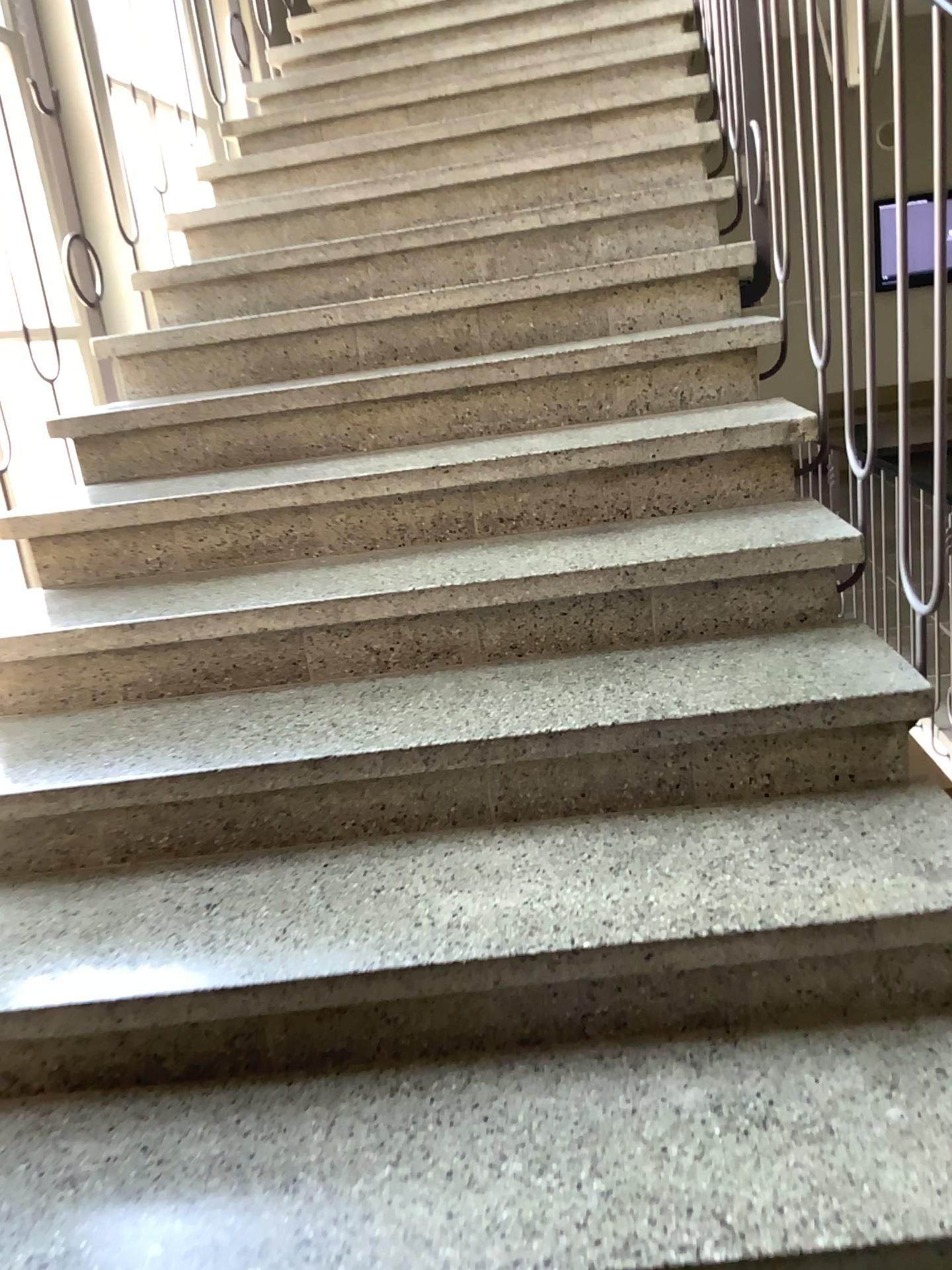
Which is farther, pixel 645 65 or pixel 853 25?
pixel 645 65

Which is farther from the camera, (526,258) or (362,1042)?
(526,258)

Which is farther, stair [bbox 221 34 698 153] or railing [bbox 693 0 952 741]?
stair [bbox 221 34 698 153]

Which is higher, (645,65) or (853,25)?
(645,65)
